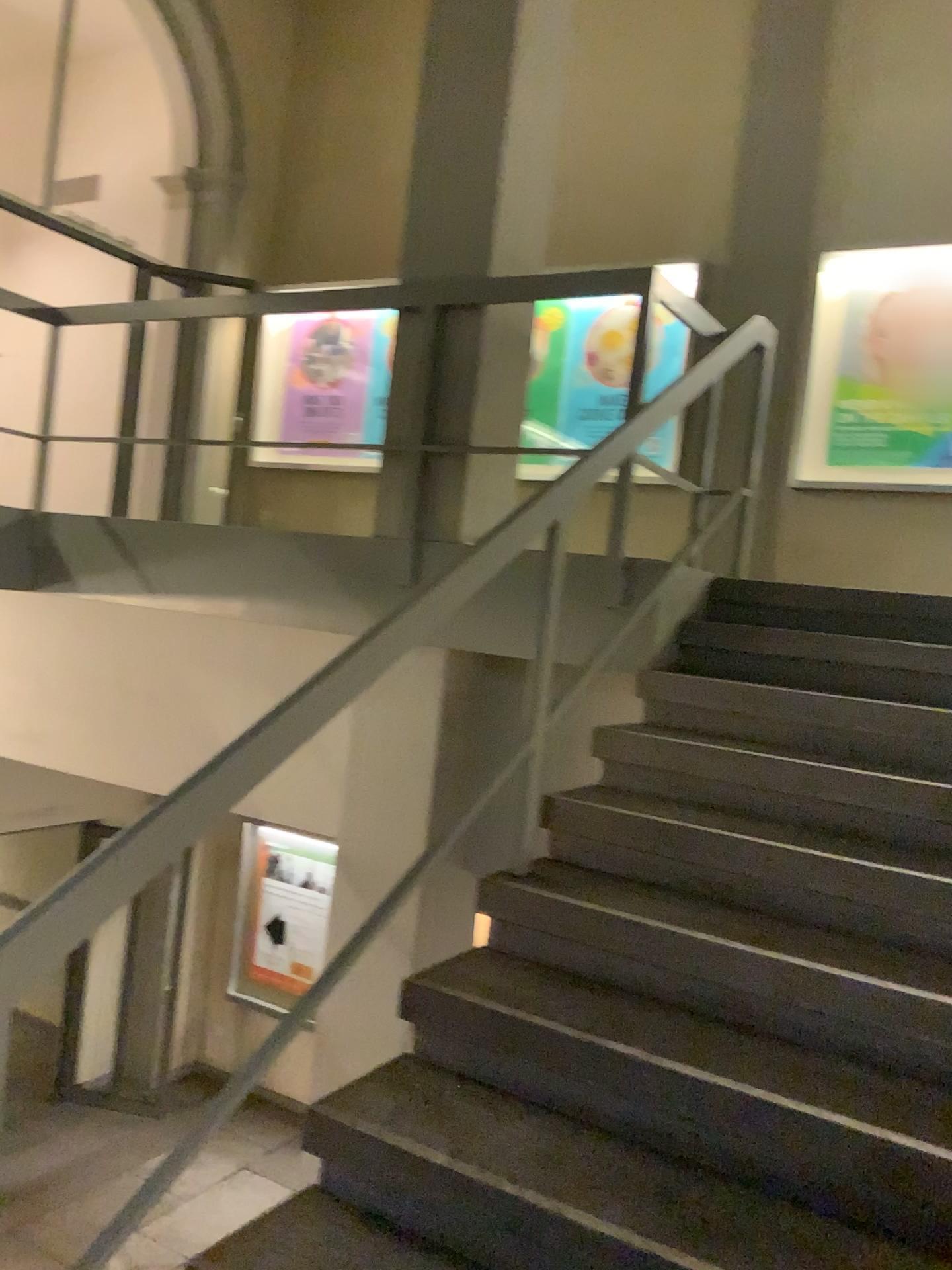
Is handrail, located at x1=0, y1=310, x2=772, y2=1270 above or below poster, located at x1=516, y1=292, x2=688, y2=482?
below

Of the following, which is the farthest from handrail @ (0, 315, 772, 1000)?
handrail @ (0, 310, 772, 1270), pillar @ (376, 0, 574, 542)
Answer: pillar @ (376, 0, 574, 542)

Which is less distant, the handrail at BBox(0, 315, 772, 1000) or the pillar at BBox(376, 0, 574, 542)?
the handrail at BBox(0, 315, 772, 1000)

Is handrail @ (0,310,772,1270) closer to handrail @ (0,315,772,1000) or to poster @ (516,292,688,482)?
handrail @ (0,315,772,1000)

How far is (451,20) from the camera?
3.6m

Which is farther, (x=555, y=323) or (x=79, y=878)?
(x=555, y=323)

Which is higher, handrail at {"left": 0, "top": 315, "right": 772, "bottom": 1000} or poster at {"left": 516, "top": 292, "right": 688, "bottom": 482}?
poster at {"left": 516, "top": 292, "right": 688, "bottom": 482}

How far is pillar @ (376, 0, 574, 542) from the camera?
3.6 meters

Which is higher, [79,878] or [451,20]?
[451,20]

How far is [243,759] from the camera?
1.61m
